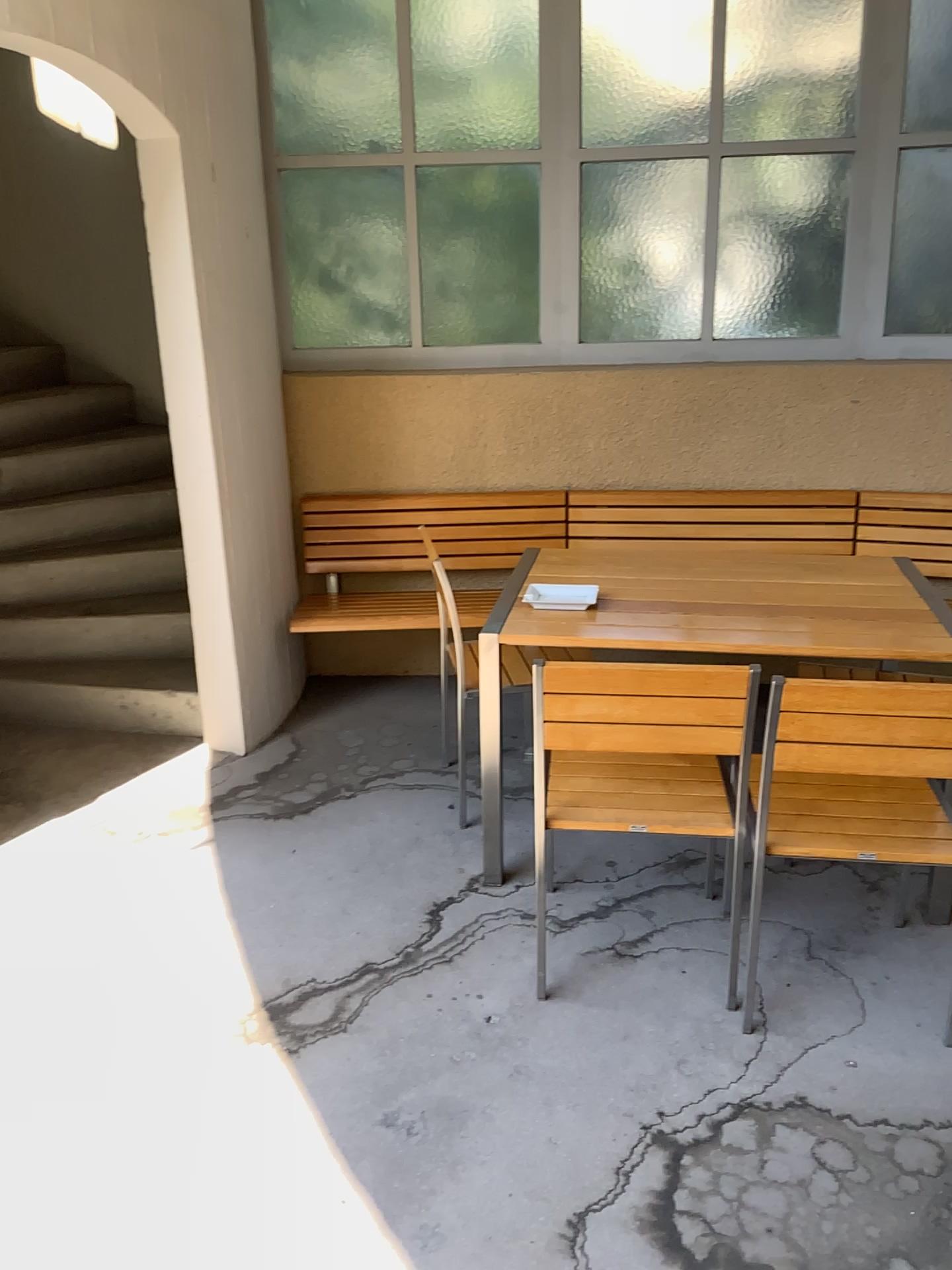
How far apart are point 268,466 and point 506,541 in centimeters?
98cm

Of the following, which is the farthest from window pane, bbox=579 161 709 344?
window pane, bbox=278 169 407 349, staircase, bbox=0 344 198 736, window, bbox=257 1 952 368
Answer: staircase, bbox=0 344 198 736

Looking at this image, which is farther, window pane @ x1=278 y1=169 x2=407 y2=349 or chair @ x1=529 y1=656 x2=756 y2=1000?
window pane @ x1=278 y1=169 x2=407 y2=349

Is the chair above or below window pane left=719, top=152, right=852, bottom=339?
below

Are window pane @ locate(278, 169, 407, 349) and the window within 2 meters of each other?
yes

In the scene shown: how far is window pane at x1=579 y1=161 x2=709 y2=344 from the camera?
4.0 meters

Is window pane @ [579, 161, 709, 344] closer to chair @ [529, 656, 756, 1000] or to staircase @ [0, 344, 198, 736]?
staircase @ [0, 344, 198, 736]

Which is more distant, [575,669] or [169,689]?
[169,689]

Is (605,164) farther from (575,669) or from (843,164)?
(575,669)

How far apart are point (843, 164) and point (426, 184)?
1.53m
